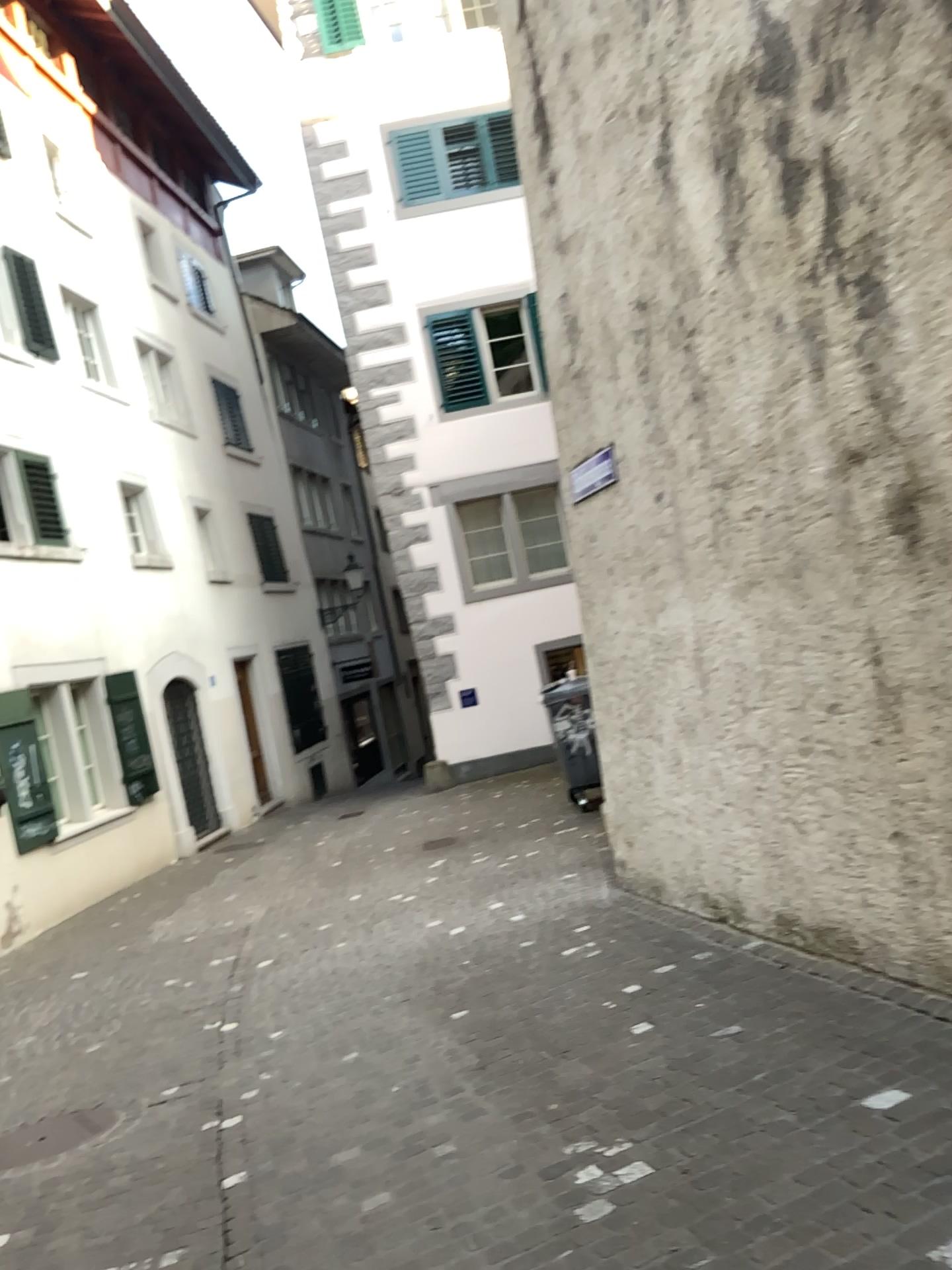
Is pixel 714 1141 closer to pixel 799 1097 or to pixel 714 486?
pixel 799 1097
